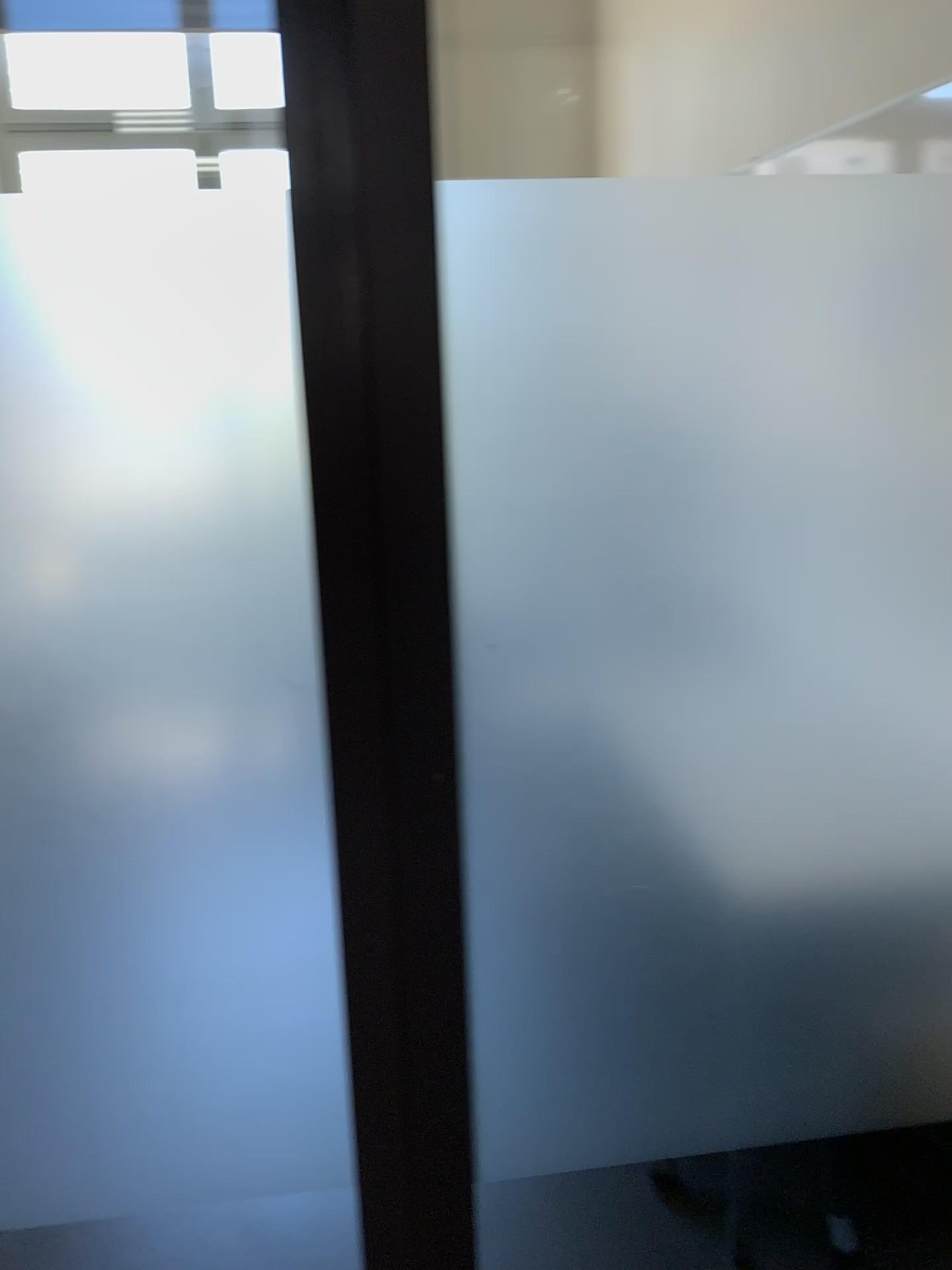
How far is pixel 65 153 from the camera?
1.05m

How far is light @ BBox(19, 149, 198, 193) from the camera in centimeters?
105cm

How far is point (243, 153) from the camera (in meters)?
1.08

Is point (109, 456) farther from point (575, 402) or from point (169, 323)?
point (575, 402)

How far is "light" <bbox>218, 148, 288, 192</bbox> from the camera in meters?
1.1 m
